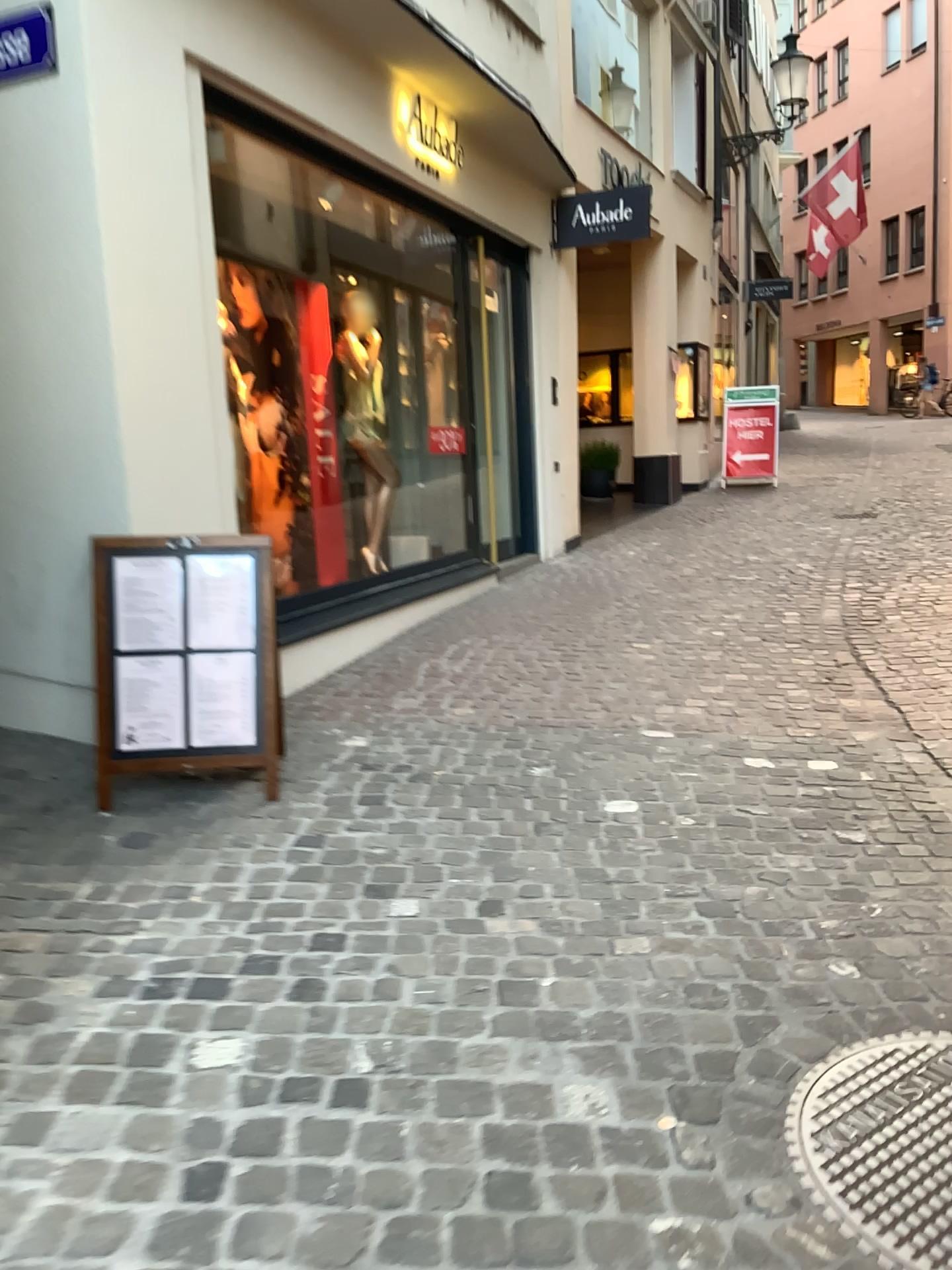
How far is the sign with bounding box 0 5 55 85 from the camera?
3.45m

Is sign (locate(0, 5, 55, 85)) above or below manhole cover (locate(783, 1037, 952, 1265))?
above

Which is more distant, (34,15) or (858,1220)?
(34,15)

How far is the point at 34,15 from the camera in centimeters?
345cm

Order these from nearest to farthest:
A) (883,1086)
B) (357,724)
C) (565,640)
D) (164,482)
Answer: (883,1086) → (164,482) → (357,724) → (565,640)

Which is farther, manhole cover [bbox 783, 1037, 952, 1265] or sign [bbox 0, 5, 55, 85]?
sign [bbox 0, 5, 55, 85]

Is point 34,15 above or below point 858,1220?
above
